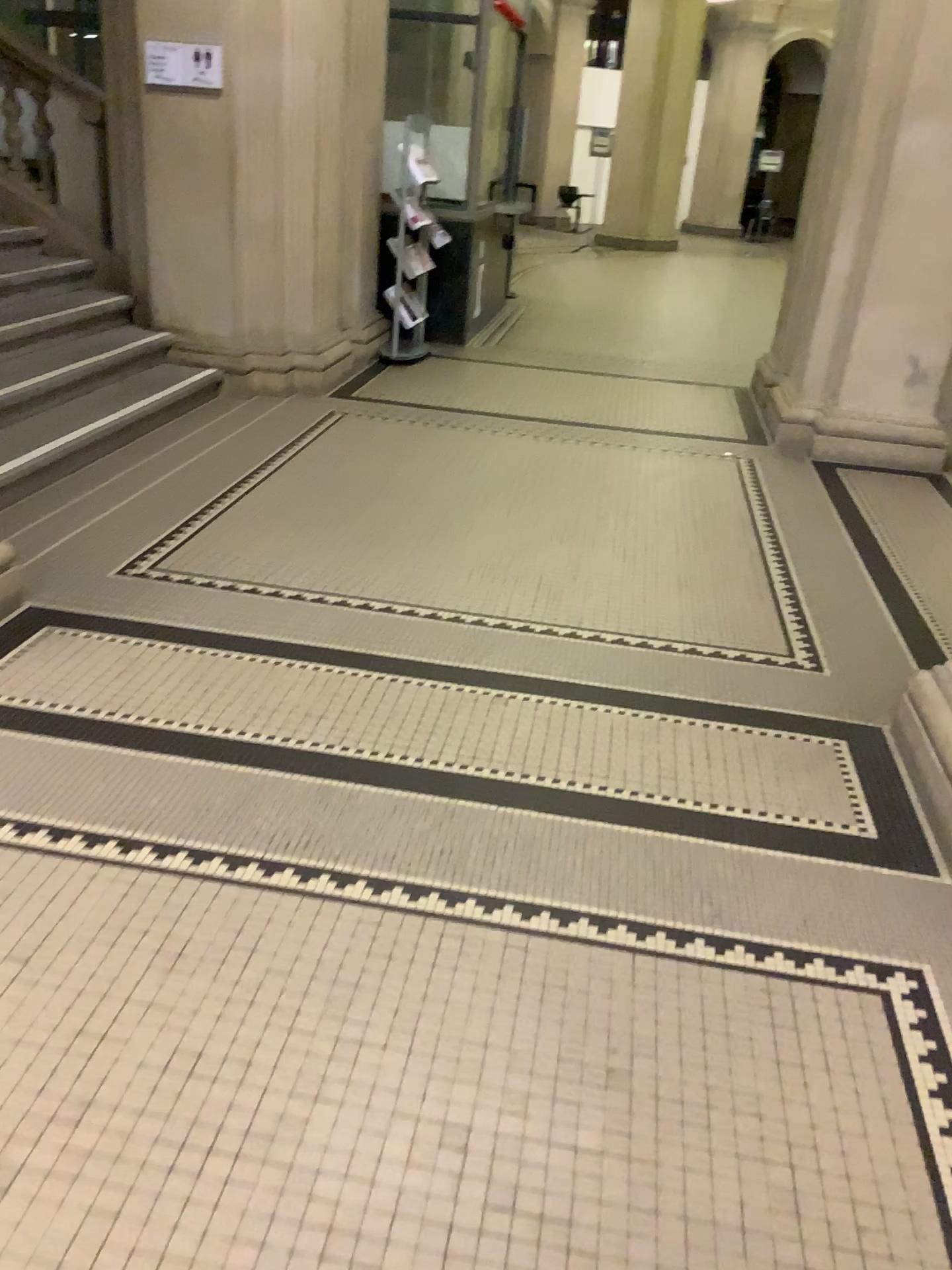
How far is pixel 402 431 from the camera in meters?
5.6 m
